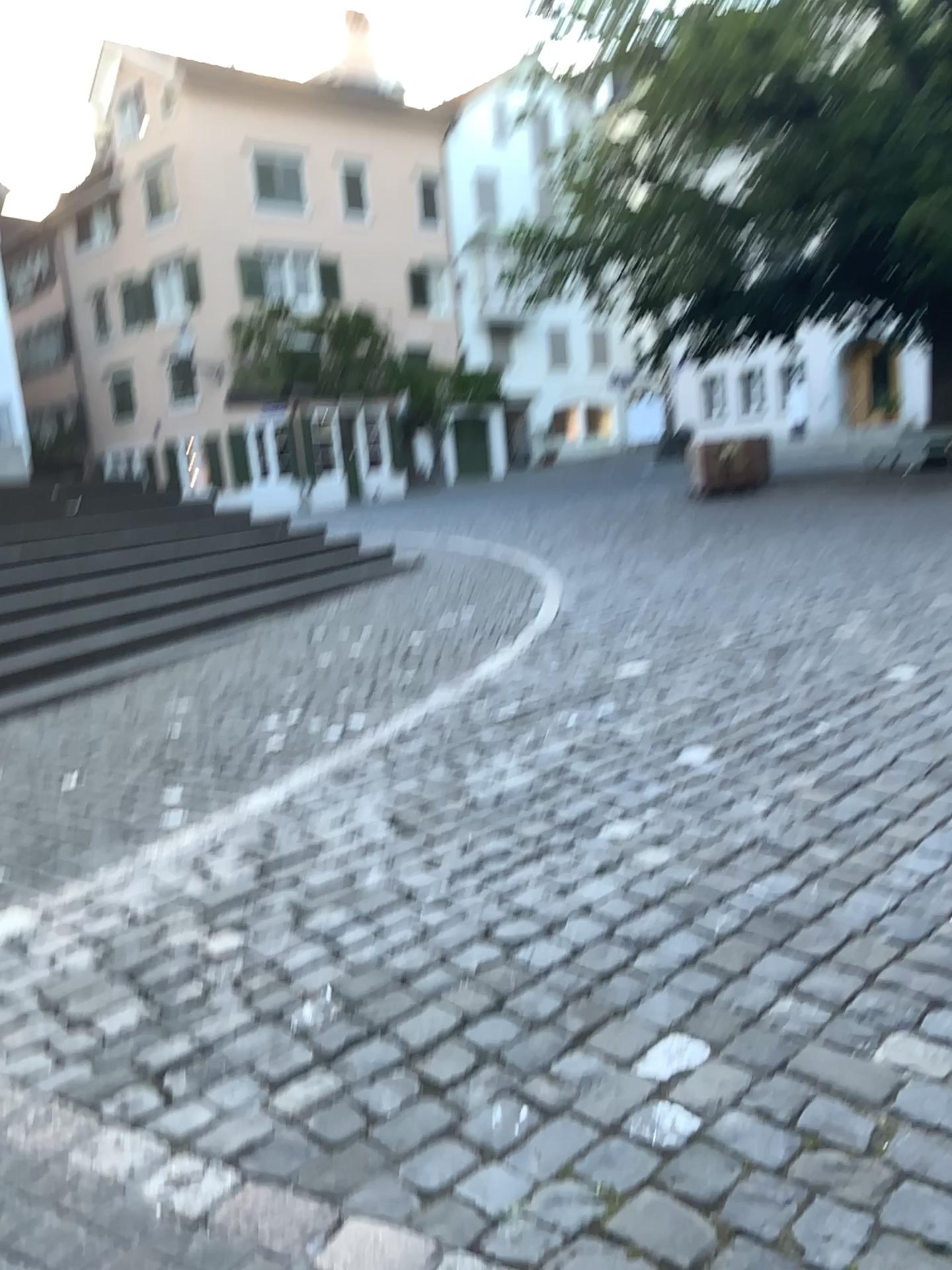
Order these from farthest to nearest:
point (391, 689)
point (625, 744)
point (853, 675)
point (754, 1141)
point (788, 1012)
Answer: point (391, 689) < point (853, 675) < point (625, 744) < point (788, 1012) < point (754, 1141)
